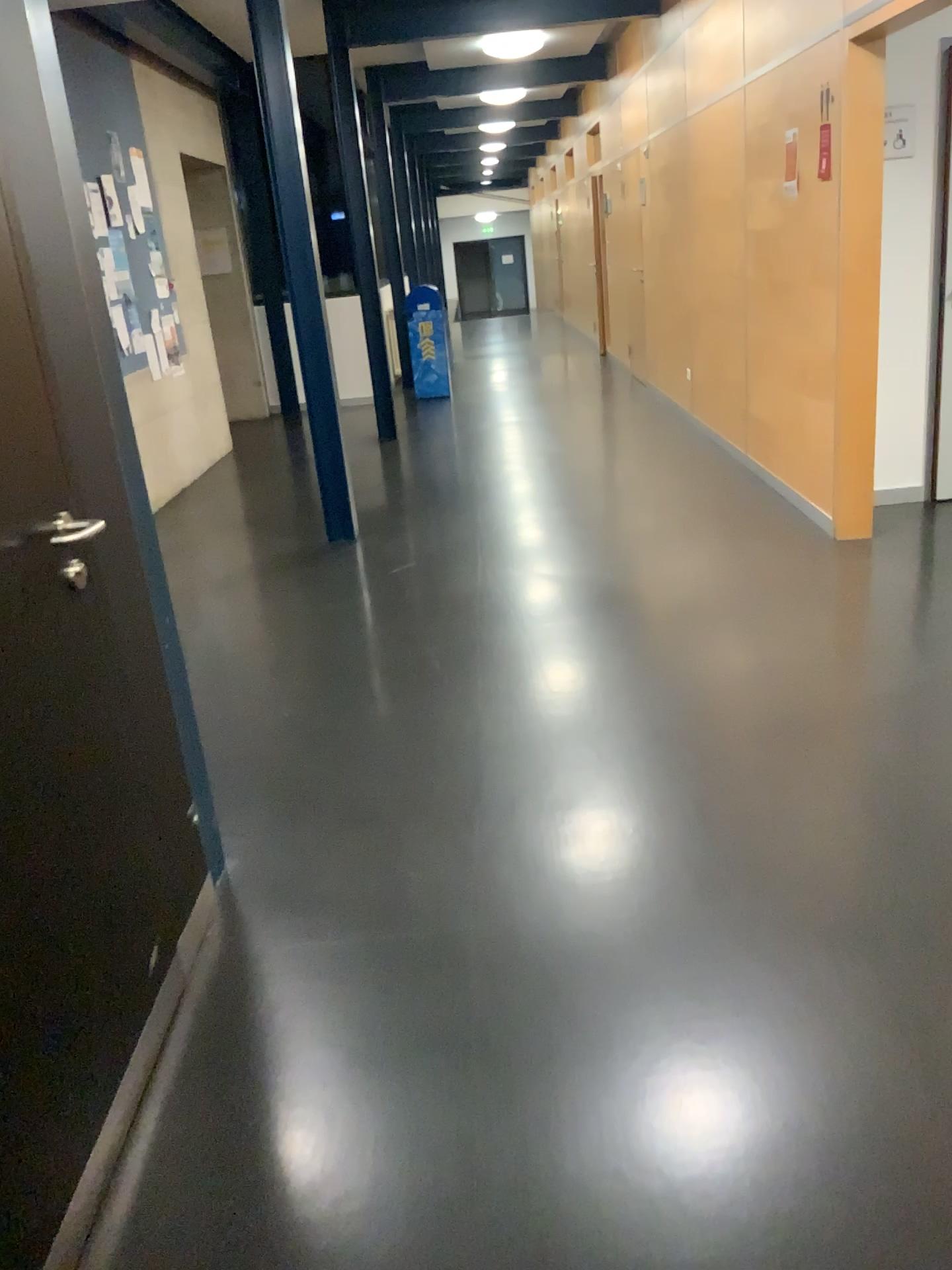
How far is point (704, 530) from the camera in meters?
5.1 m
